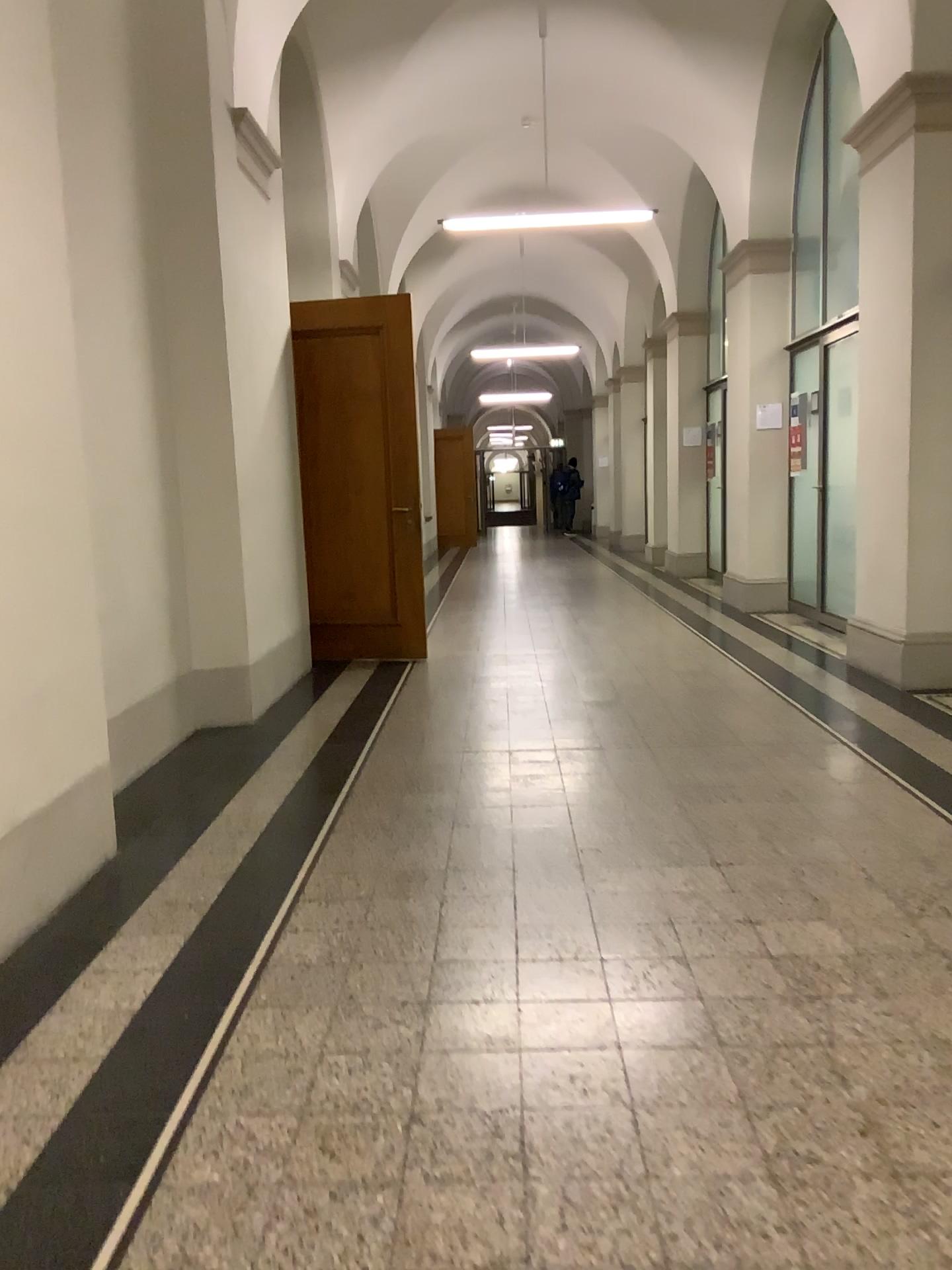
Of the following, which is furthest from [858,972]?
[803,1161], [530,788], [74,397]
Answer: [74,397]
